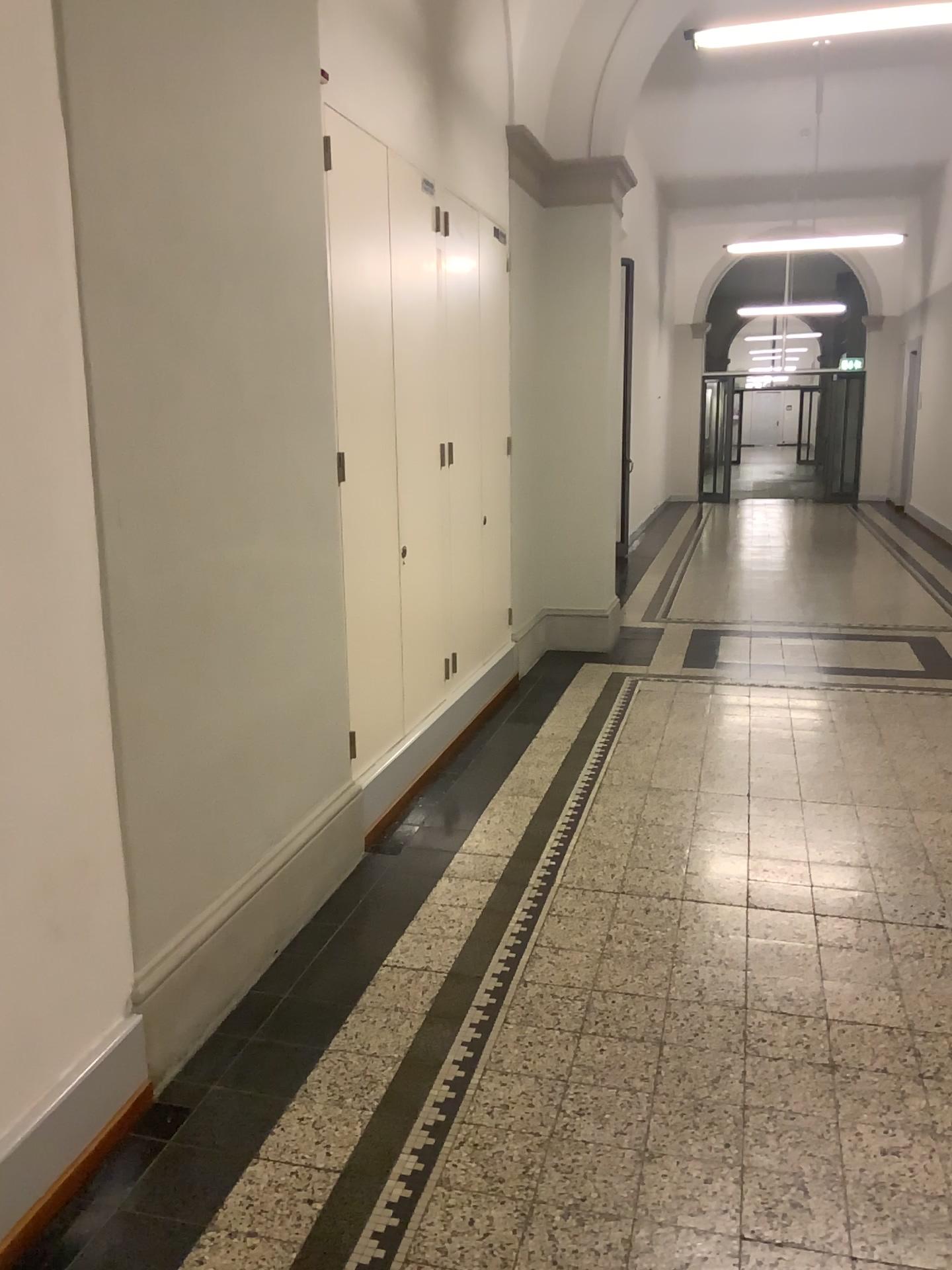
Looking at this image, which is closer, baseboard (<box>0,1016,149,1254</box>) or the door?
baseboard (<box>0,1016,149,1254</box>)

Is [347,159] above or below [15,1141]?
above

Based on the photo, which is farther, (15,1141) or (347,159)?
(347,159)

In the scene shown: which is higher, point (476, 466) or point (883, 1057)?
point (476, 466)
